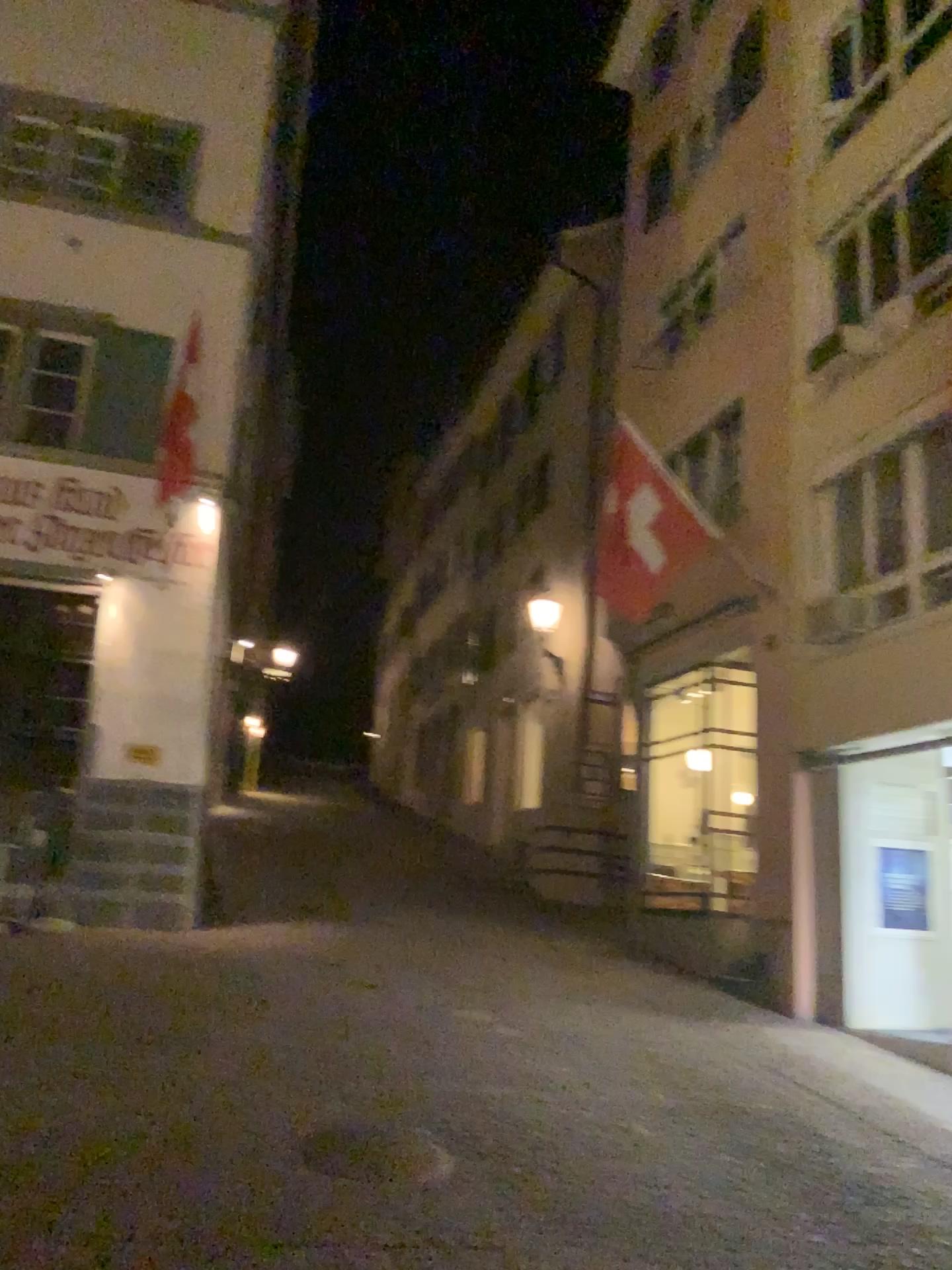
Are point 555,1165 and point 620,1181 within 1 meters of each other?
yes
